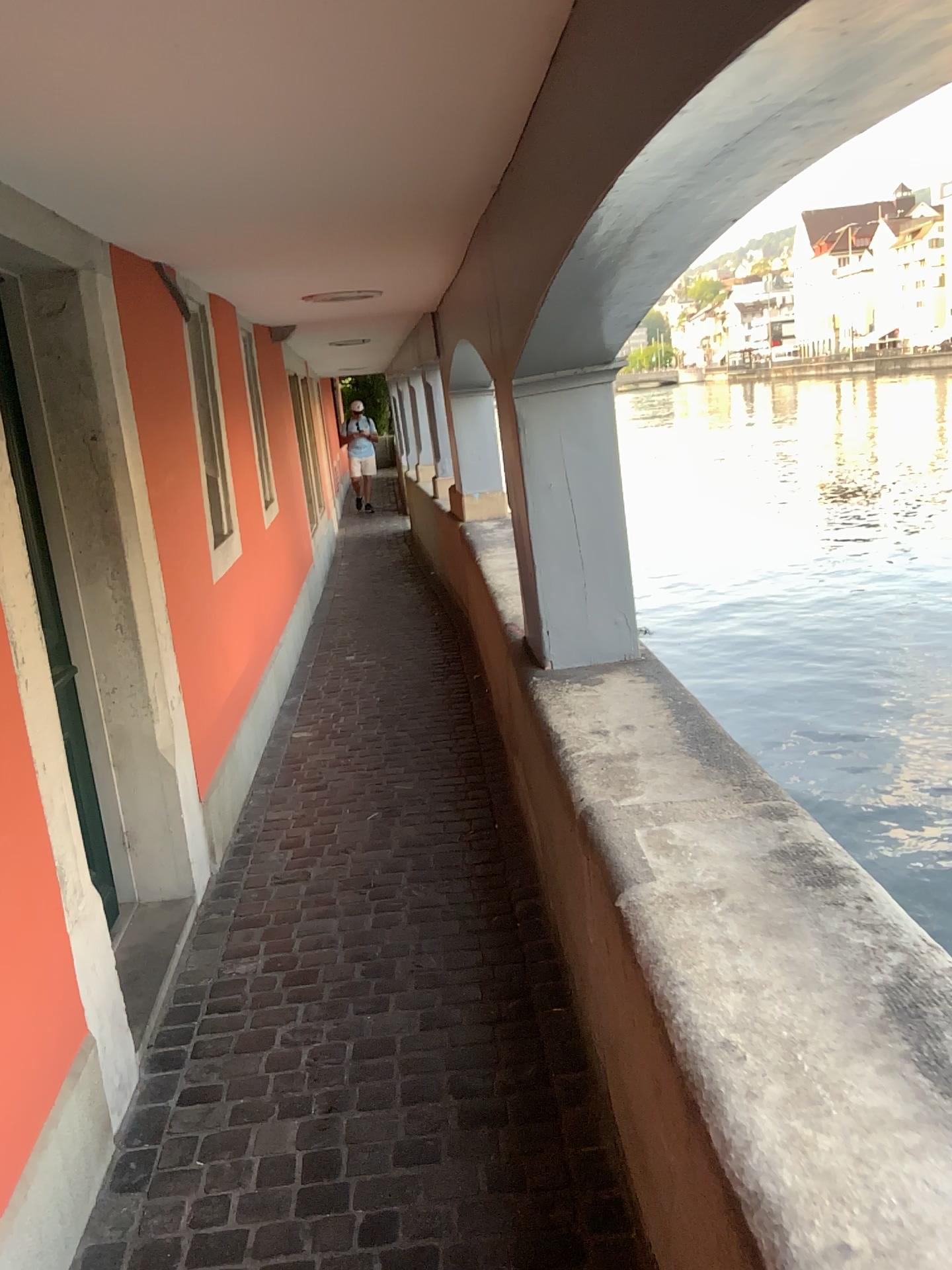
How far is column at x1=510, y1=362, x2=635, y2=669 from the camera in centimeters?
304cm

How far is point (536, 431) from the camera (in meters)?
3.04

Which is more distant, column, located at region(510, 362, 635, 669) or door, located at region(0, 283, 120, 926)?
column, located at region(510, 362, 635, 669)

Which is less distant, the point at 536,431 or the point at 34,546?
the point at 34,546

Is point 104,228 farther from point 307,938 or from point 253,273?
point 307,938
